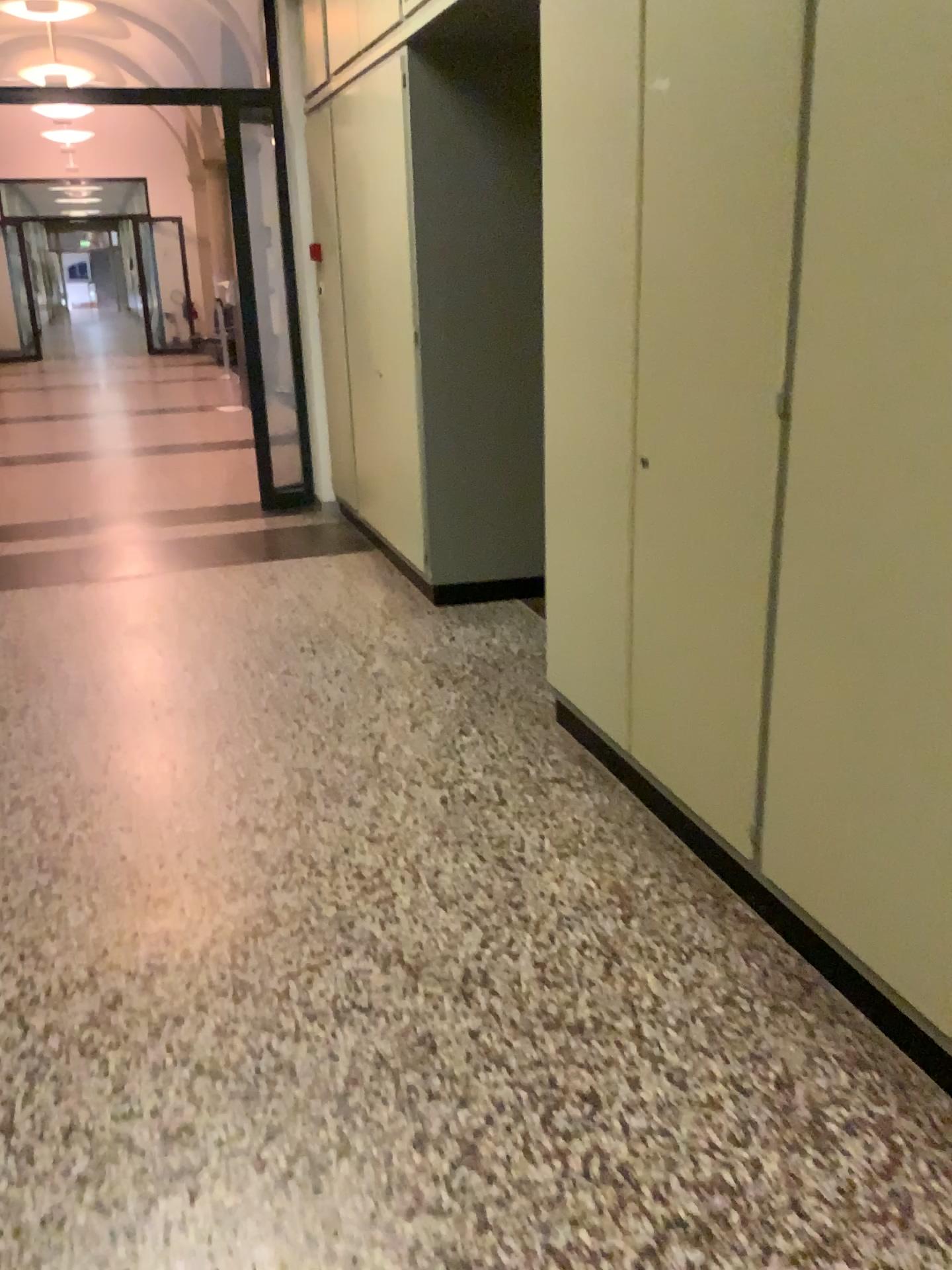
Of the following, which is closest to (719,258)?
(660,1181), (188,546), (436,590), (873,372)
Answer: (873,372)

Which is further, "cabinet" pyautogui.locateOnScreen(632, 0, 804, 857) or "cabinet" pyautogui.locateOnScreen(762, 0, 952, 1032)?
"cabinet" pyautogui.locateOnScreen(632, 0, 804, 857)

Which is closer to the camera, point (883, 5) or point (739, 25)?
point (883, 5)
